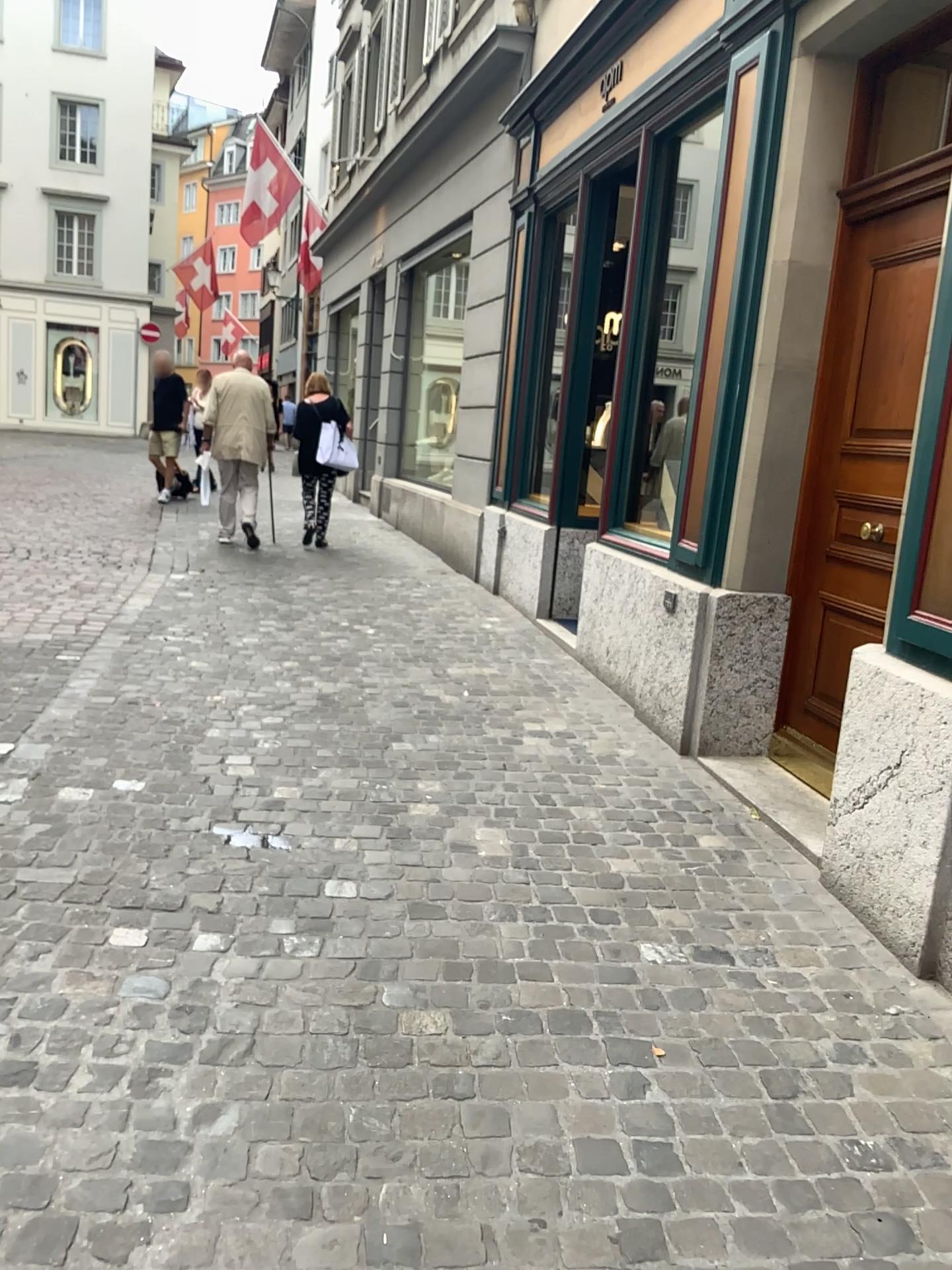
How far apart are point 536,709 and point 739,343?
1.75m
